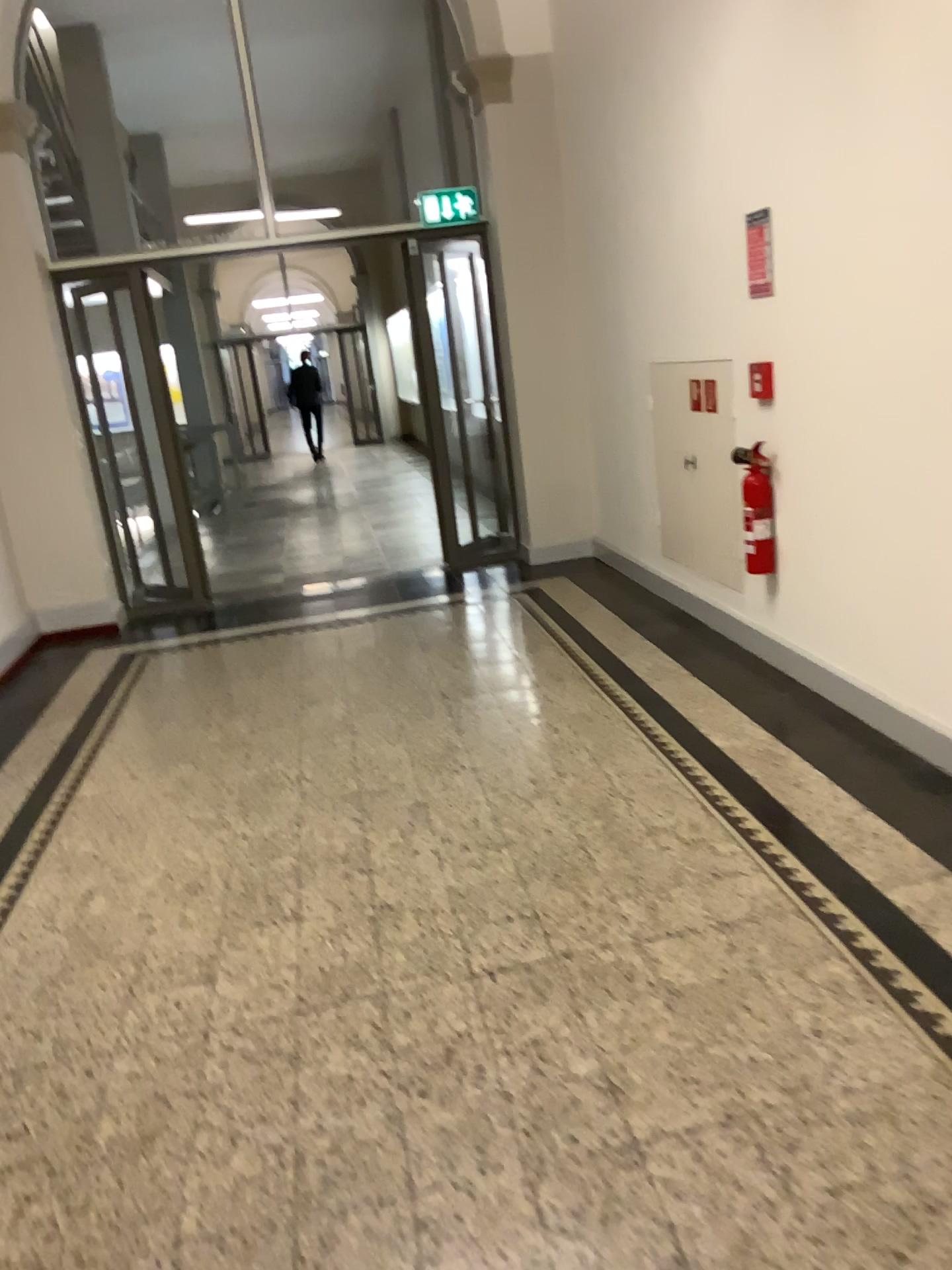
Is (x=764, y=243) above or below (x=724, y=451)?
above

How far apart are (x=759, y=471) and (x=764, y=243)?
0.9m

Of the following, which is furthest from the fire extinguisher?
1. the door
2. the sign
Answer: the sign

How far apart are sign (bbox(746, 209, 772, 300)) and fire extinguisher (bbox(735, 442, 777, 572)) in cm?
61

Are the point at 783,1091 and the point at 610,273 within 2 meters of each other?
no

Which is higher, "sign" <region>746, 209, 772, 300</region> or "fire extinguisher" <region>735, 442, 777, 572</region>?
"sign" <region>746, 209, 772, 300</region>

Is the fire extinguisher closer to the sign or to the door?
the door

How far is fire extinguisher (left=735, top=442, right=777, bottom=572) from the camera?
4.18m

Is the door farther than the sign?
Yes

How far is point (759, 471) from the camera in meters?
4.2
